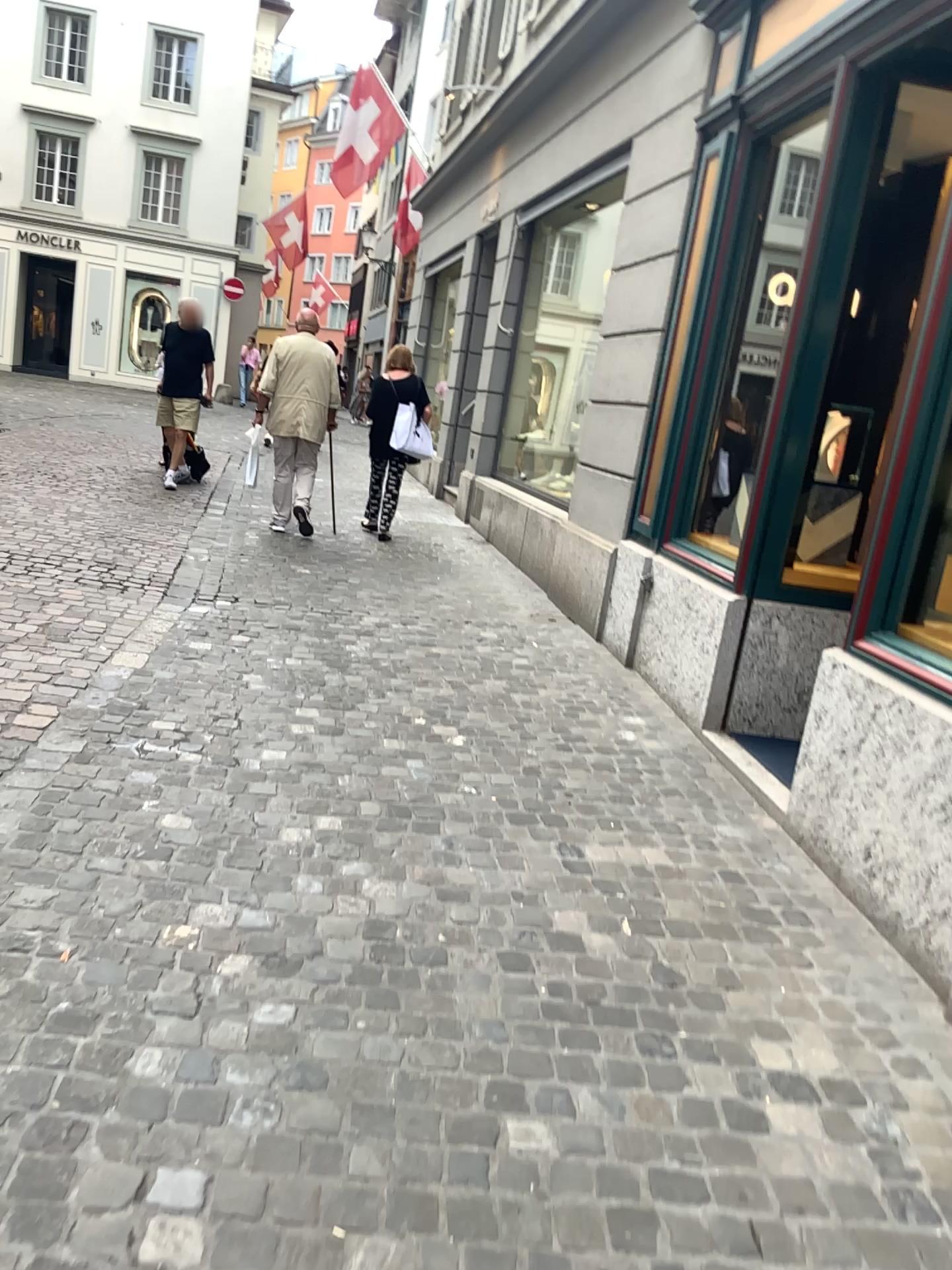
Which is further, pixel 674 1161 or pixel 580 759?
pixel 580 759
